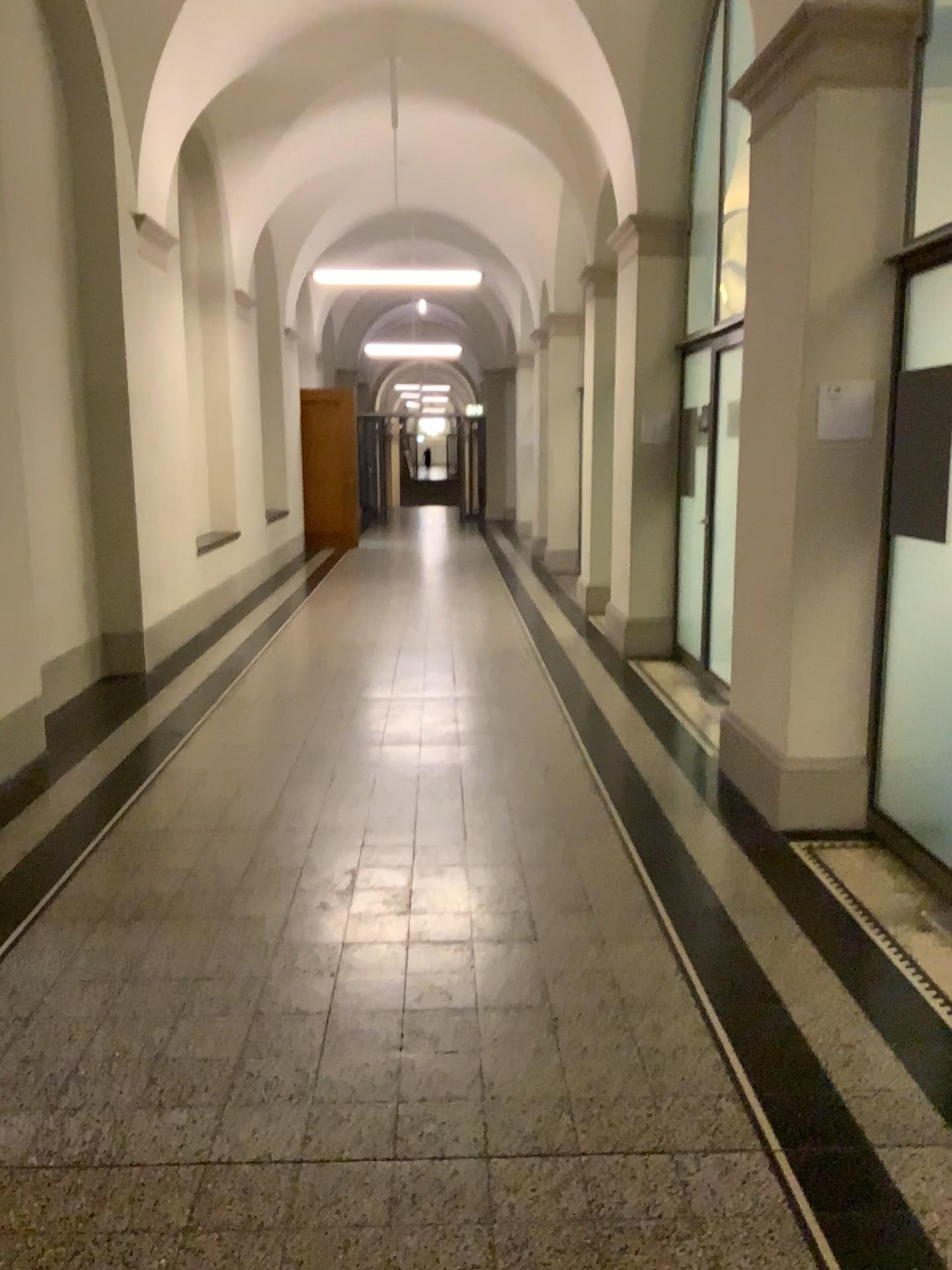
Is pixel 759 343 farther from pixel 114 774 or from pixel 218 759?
pixel 114 774

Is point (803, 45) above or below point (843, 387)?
above

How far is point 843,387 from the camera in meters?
4.0 m

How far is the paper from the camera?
4.0 meters
